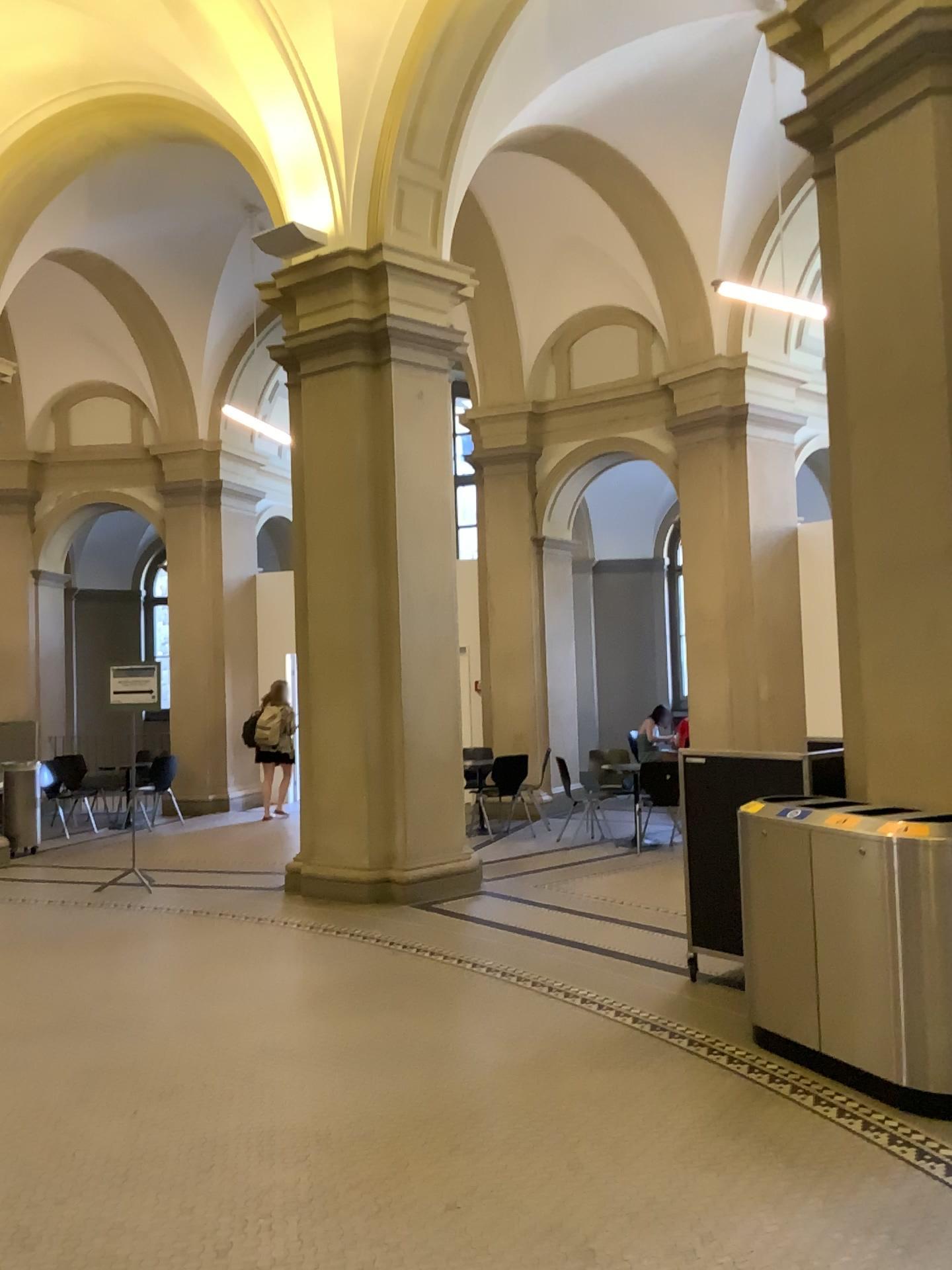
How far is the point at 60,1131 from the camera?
3.71m
